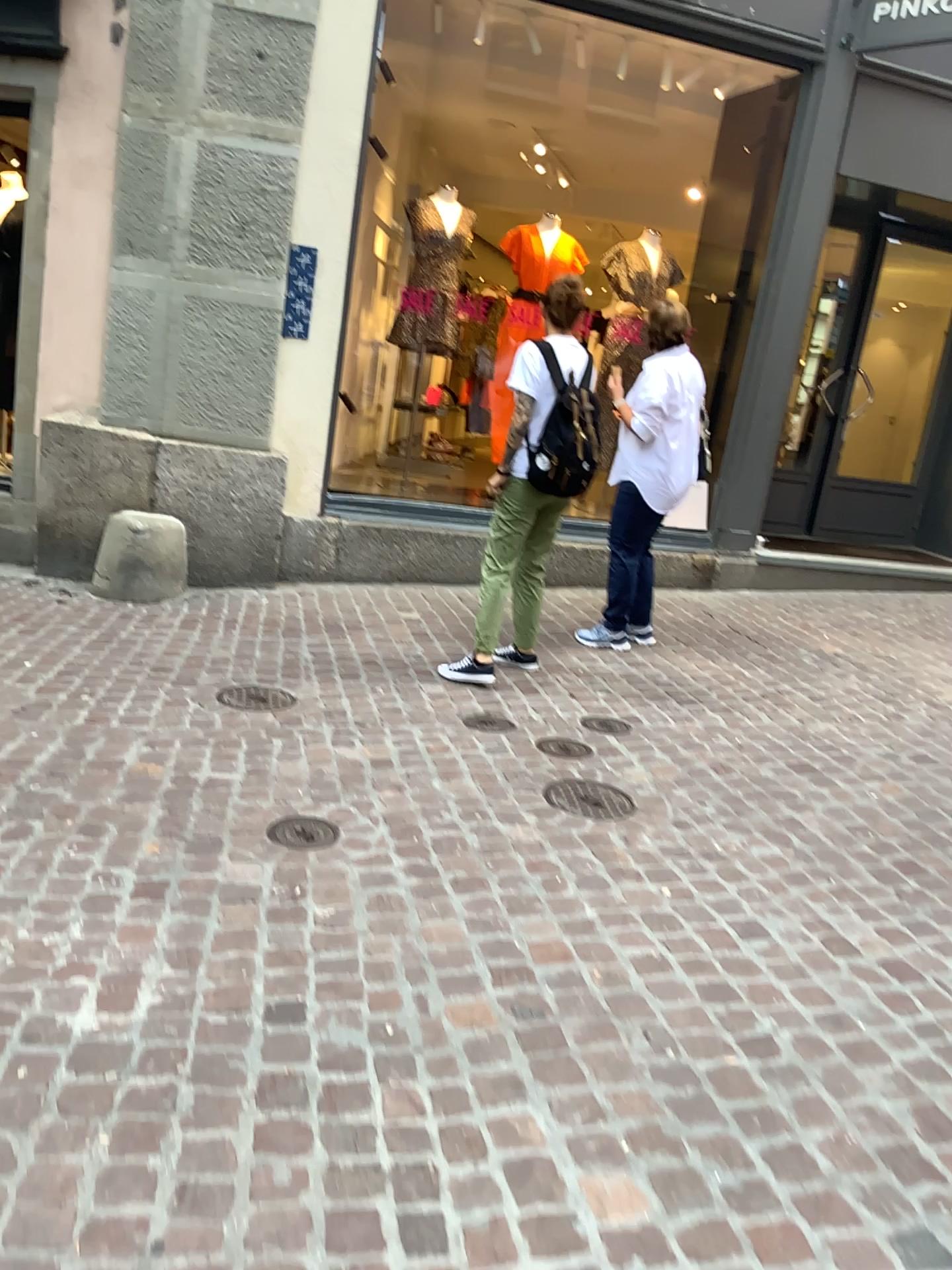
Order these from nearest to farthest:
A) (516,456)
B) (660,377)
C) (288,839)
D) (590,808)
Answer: (288,839), (590,808), (516,456), (660,377)

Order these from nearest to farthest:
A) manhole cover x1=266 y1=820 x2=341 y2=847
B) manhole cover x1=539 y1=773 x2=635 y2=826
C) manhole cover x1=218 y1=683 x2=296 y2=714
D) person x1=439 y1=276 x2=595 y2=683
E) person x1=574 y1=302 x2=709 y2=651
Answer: manhole cover x1=266 y1=820 x2=341 y2=847, manhole cover x1=539 y1=773 x2=635 y2=826, manhole cover x1=218 y1=683 x2=296 y2=714, person x1=439 y1=276 x2=595 y2=683, person x1=574 y1=302 x2=709 y2=651

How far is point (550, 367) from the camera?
4.15m

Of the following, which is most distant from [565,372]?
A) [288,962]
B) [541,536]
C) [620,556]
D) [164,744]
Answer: [288,962]

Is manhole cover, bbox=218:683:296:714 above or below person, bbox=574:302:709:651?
below

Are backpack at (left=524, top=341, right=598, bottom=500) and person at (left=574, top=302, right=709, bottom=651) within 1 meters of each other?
yes

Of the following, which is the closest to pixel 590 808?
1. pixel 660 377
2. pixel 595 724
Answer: pixel 595 724

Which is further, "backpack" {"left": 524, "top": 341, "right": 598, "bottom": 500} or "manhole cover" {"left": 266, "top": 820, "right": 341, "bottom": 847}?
"backpack" {"left": 524, "top": 341, "right": 598, "bottom": 500}

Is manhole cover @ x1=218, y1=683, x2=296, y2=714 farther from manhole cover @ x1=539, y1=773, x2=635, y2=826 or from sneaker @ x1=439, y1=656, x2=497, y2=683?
manhole cover @ x1=539, y1=773, x2=635, y2=826

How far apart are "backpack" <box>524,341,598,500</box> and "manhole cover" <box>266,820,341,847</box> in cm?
183
